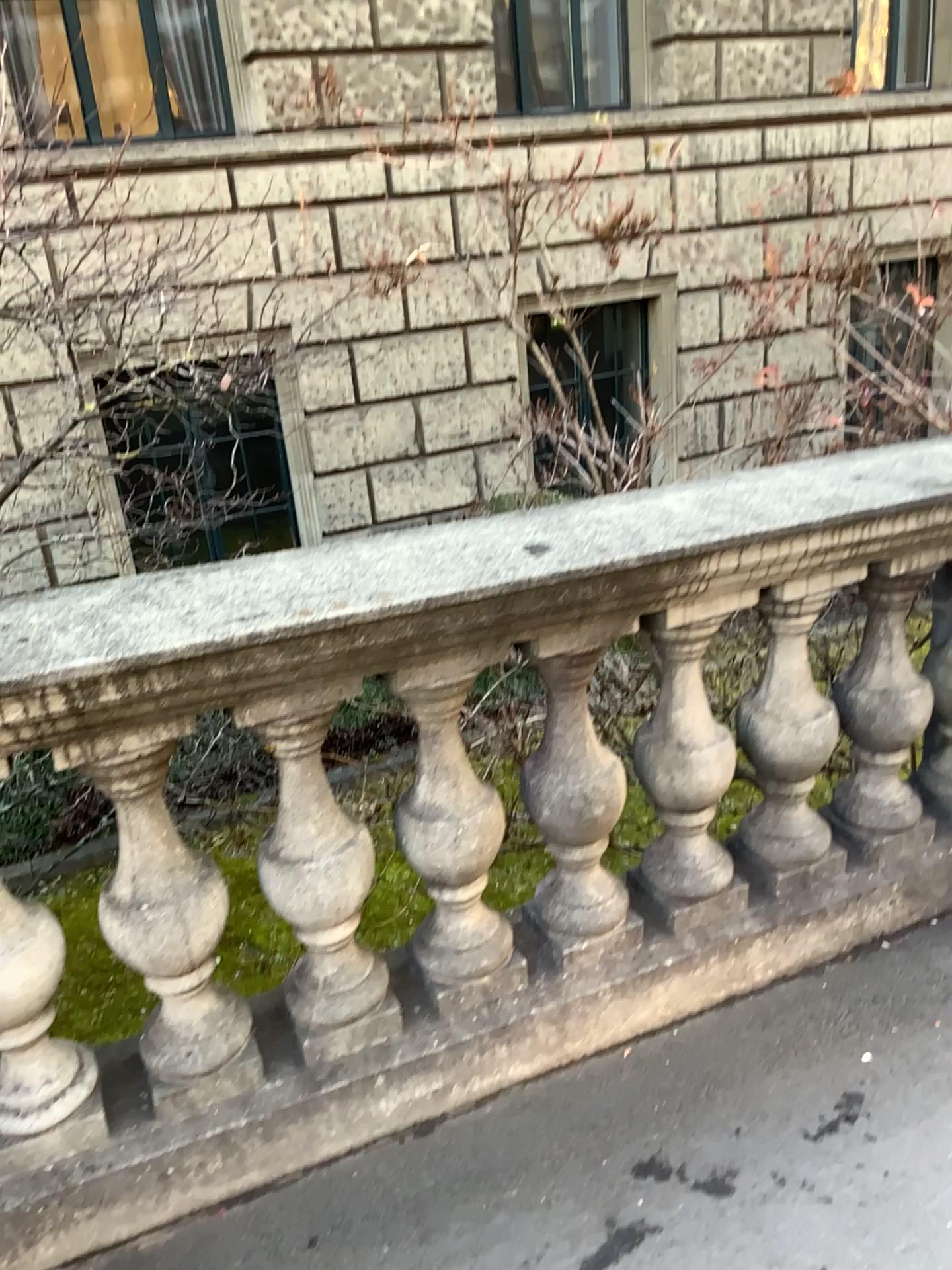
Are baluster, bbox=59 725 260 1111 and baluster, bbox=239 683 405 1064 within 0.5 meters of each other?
yes

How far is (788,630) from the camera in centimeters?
208cm

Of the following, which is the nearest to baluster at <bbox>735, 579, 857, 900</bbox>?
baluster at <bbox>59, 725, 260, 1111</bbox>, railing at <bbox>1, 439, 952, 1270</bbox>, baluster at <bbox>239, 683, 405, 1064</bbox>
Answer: railing at <bbox>1, 439, 952, 1270</bbox>

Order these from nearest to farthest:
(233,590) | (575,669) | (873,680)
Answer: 1. (233,590)
2. (575,669)
3. (873,680)

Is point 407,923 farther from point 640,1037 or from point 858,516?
point 858,516

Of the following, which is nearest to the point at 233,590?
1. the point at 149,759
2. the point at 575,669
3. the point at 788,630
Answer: the point at 149,759

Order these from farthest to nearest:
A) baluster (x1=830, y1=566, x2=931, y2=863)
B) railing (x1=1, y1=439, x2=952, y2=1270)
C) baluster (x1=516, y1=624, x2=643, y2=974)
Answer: baluster (x1=830, y1=566, x2=931, y2=863) → baluster (x1=516, y1=624, x2=643, y2=974) → railing (x1=1, y1=439, x2=952, y2=1270)

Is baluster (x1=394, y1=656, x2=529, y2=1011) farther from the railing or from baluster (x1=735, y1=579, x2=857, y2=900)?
baluster (x1=735, y1=579, x2=857, y2=900)

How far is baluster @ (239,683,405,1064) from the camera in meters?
1.7

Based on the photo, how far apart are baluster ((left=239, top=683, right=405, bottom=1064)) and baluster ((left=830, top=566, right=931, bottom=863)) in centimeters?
107cm
